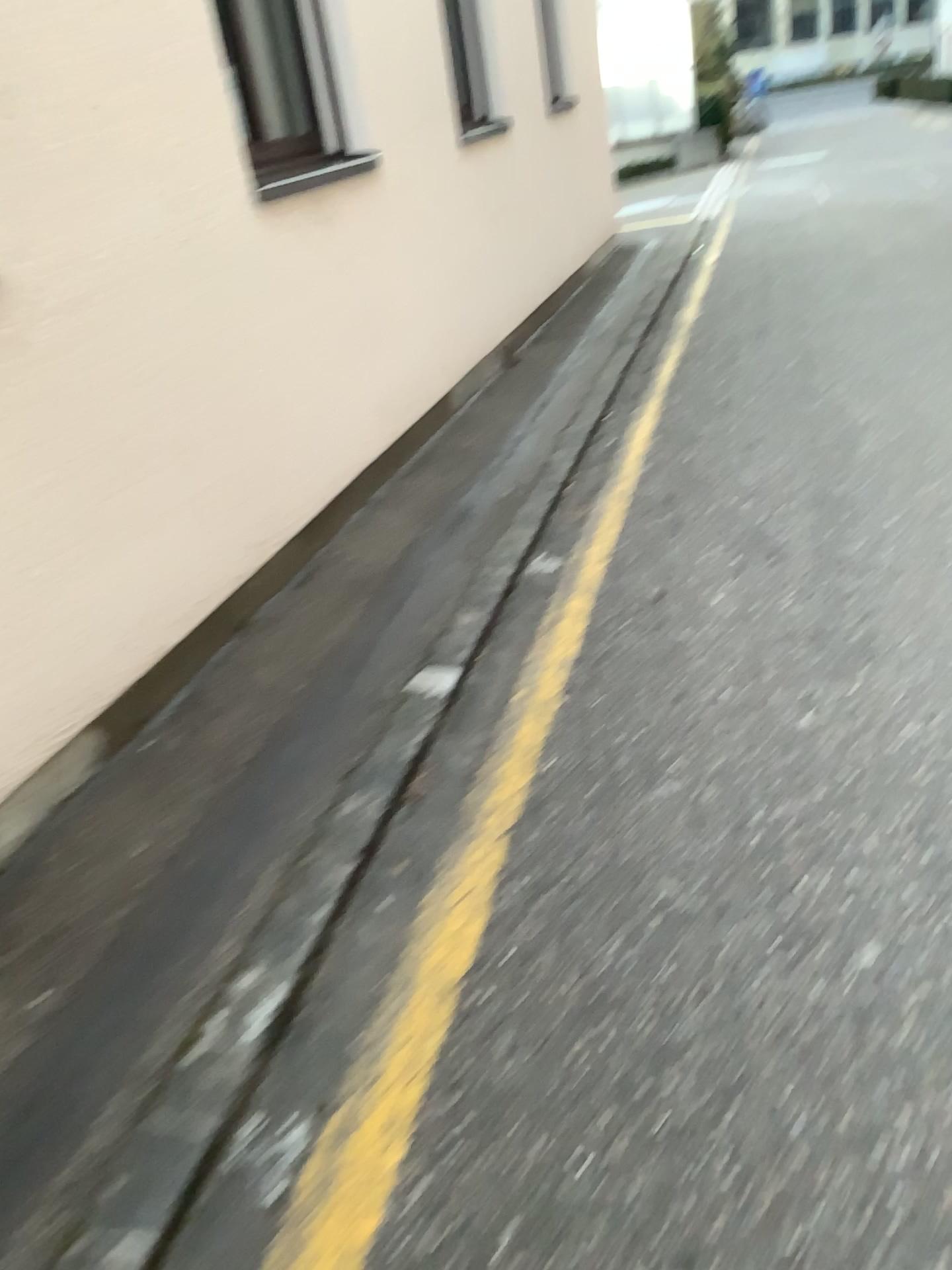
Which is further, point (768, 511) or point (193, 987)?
point (768, 511)
